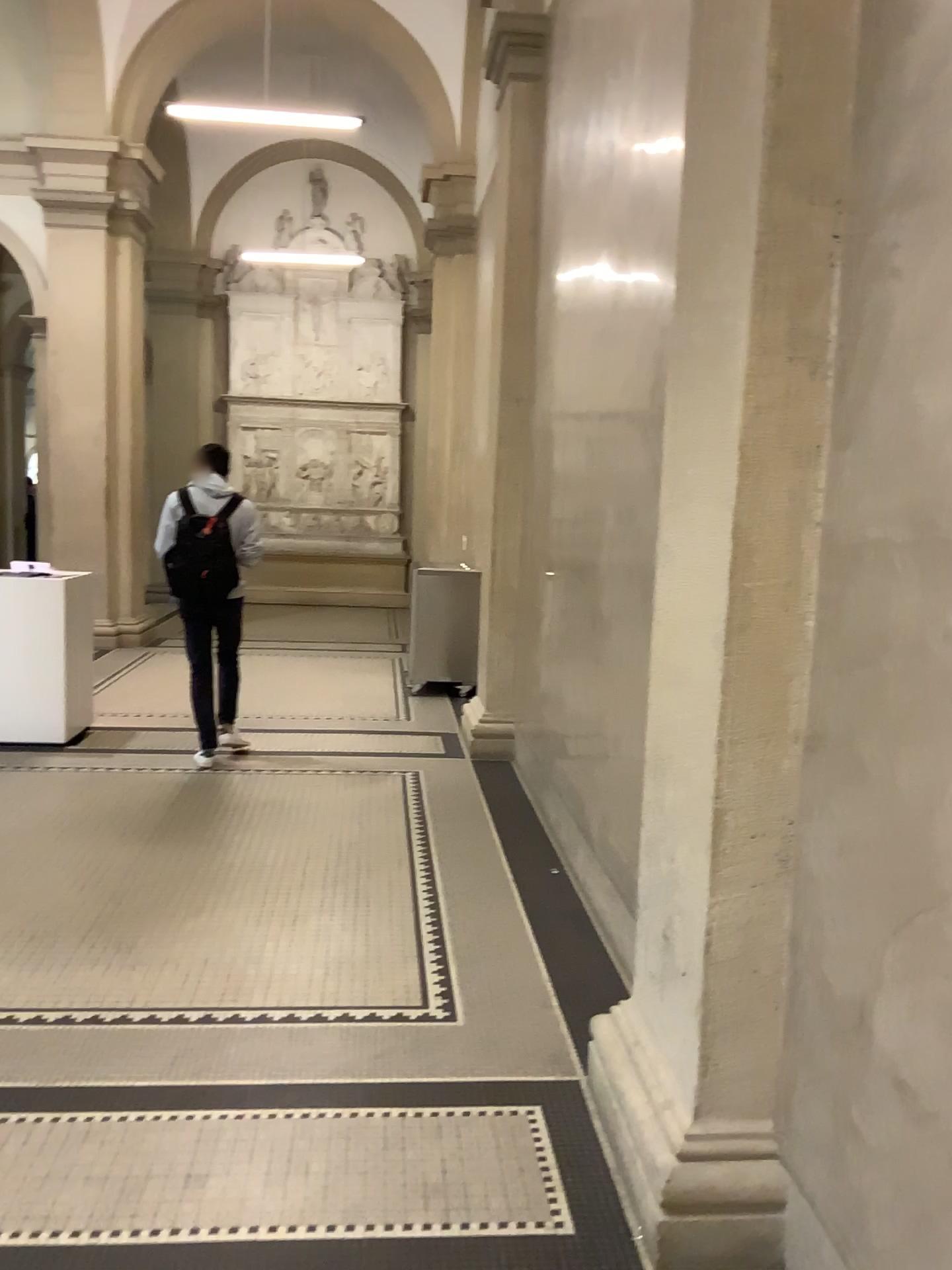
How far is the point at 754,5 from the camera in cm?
199

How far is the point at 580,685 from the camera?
4.4m

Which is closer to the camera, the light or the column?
the column

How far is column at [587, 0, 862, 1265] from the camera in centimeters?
199cm

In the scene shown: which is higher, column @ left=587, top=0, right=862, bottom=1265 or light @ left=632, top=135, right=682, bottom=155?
light @ left=632, top=135, right=682, bottom=155

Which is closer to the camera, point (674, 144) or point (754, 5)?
point (754, 5)
